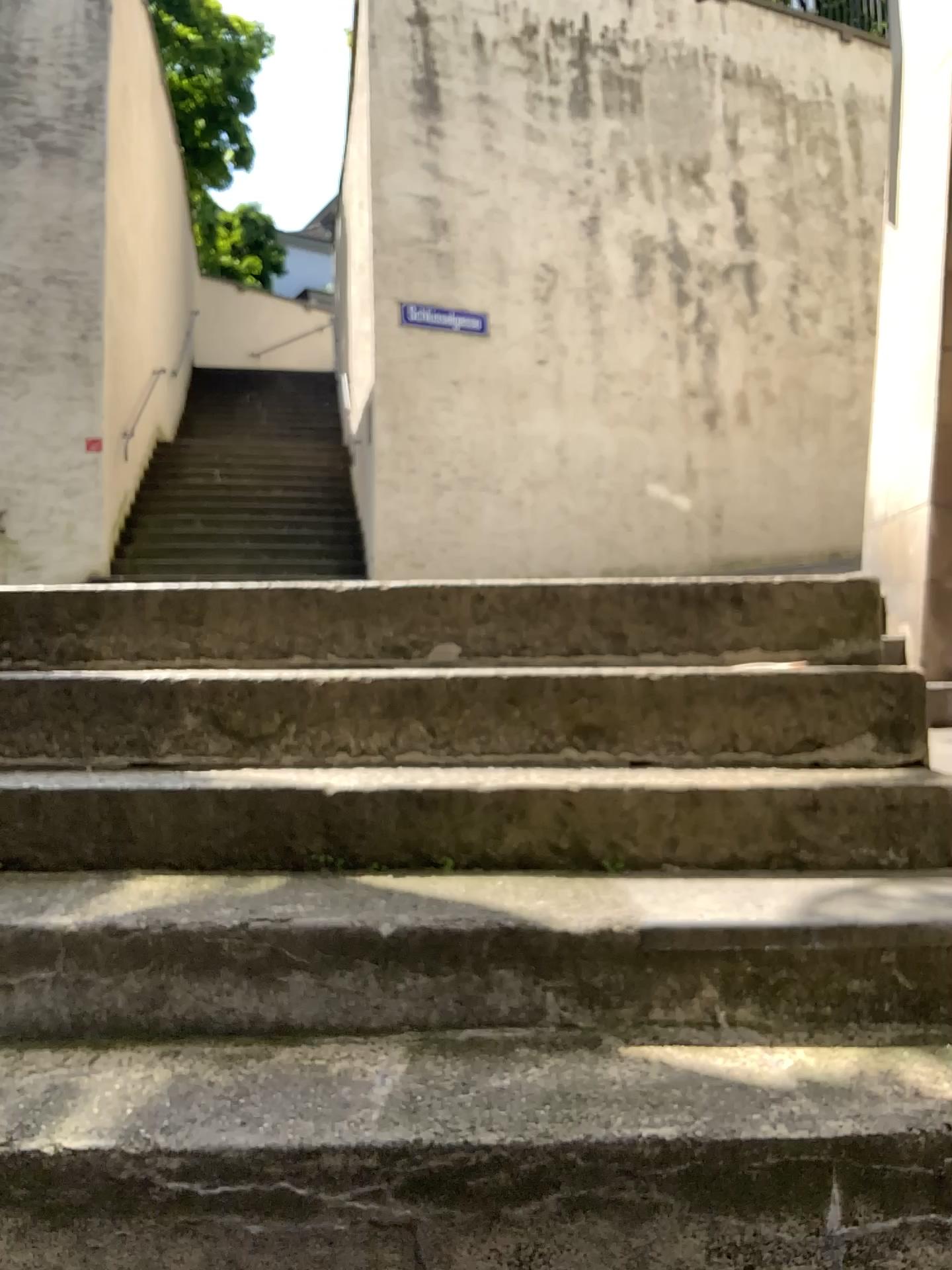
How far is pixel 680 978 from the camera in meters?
1.5 m
